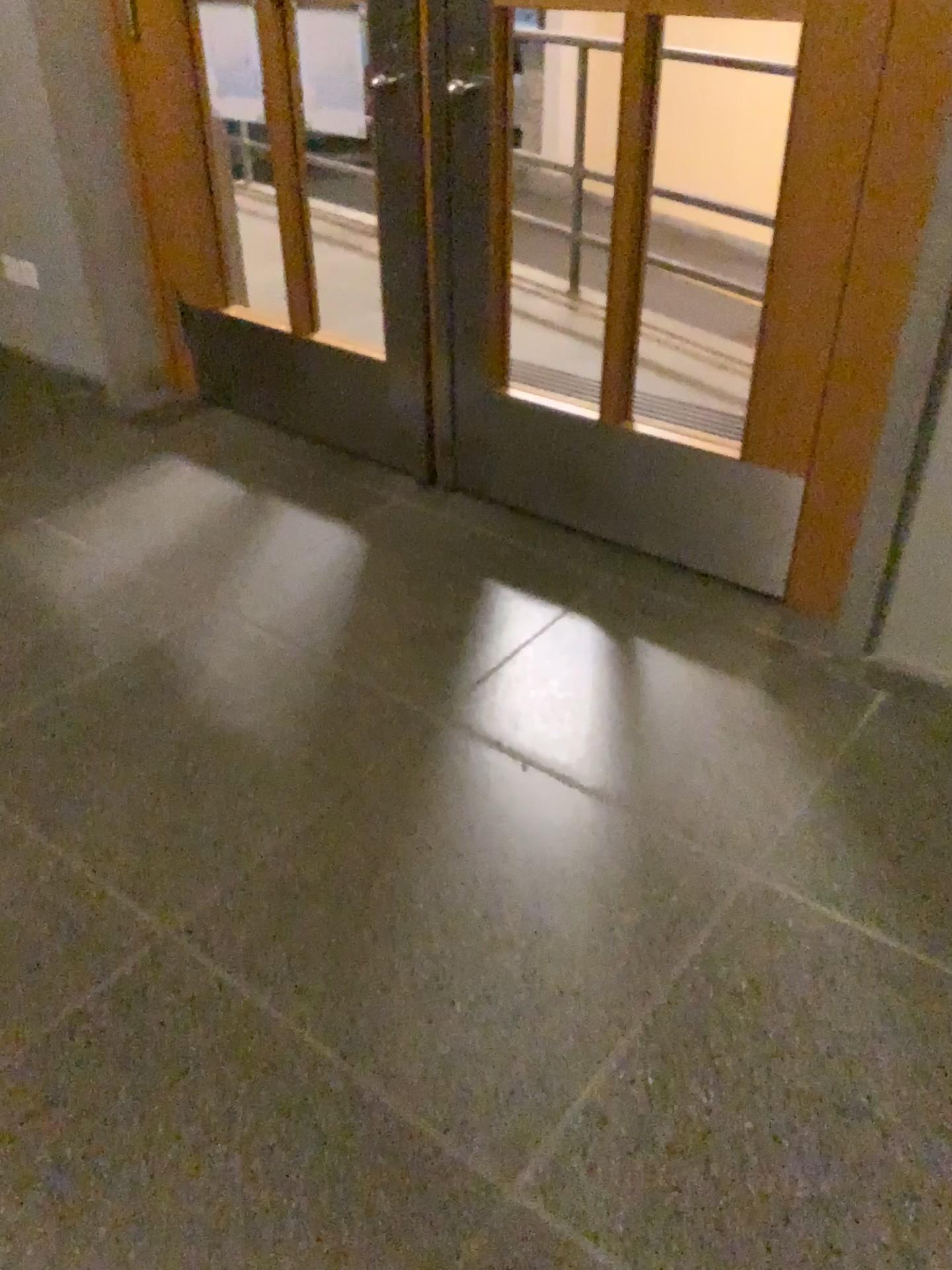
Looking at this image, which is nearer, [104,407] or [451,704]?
[451,704]
